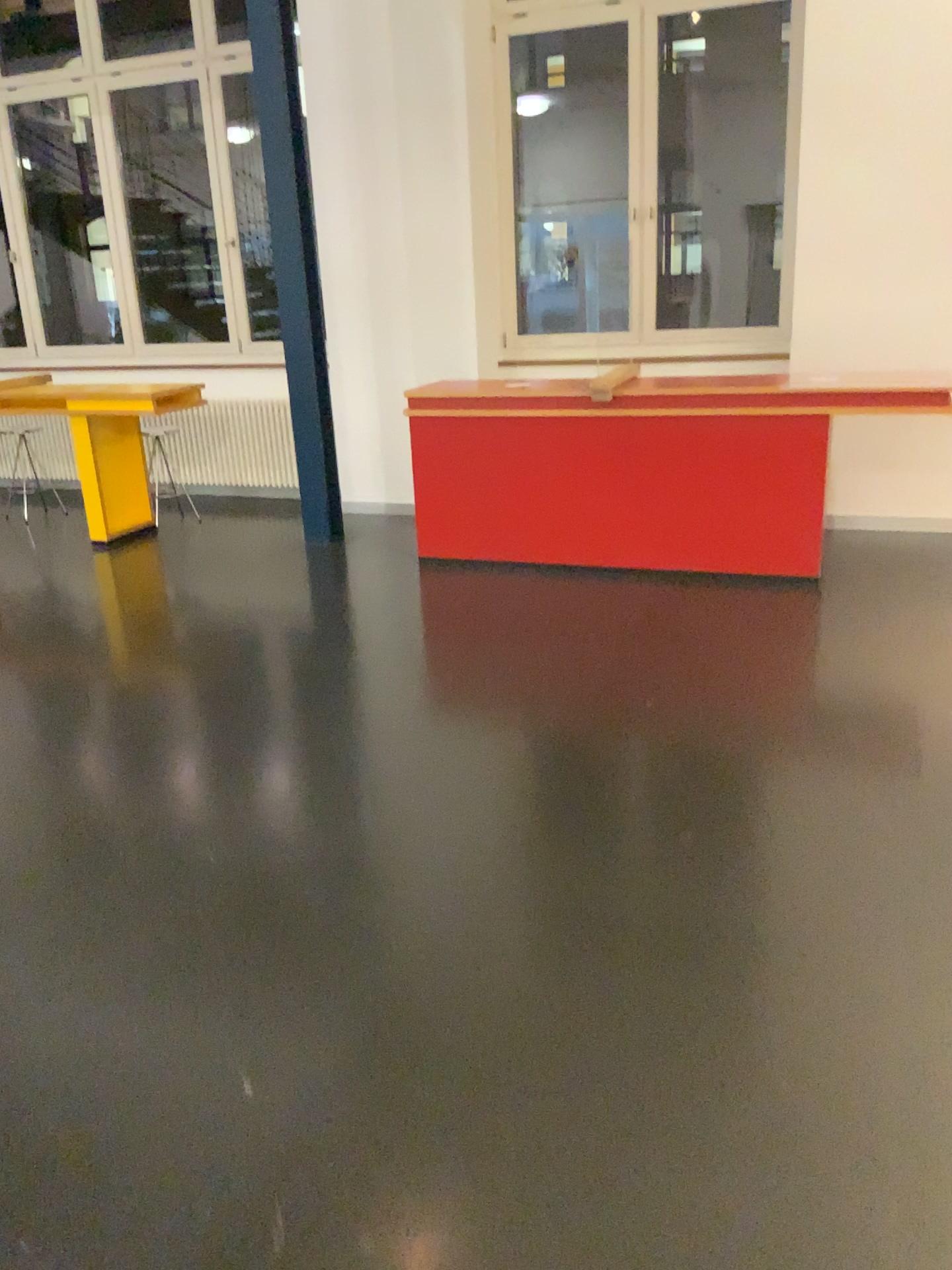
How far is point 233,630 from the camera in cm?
451
